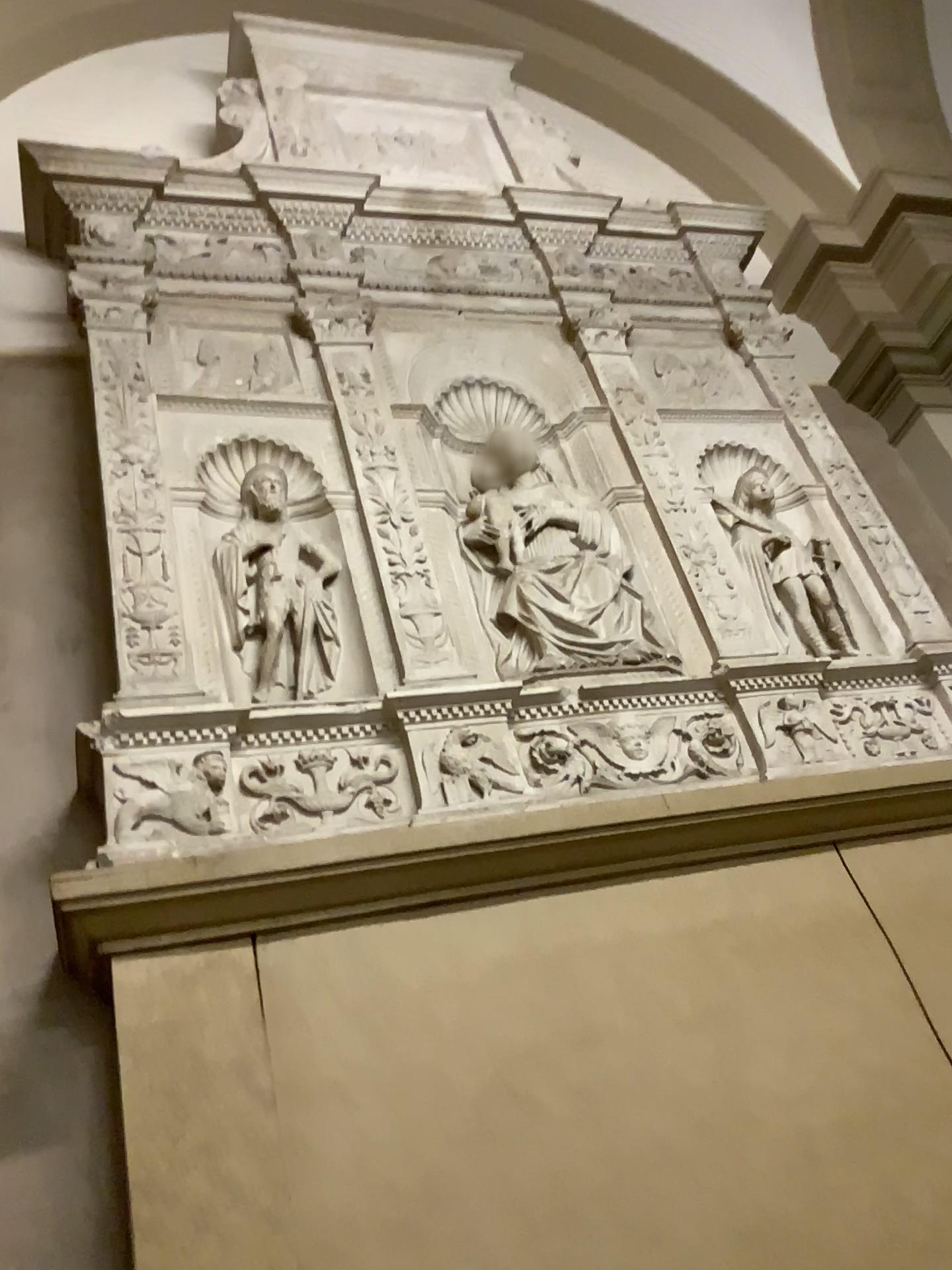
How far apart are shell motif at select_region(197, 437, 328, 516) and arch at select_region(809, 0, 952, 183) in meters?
2.6 m

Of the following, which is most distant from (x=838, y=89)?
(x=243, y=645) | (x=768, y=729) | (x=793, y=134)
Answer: (x=243, y=645)

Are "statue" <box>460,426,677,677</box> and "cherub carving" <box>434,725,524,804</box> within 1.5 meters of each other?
yes

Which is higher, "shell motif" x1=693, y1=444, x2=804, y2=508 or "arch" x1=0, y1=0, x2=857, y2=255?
"arch" x1=0, y1=0, x2=857, y2=255

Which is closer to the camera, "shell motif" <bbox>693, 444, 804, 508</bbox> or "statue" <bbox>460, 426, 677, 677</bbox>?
"statue" <bbox>460, 426, 677, 677</bbox>

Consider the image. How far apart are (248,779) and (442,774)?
0.4m

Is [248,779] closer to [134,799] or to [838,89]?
[134,799]

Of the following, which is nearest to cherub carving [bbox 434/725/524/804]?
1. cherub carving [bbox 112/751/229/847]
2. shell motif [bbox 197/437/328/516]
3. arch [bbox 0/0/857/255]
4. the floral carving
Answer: the floral carving

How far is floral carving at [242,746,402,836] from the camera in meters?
2.0 m

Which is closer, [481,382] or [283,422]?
[283,422]
